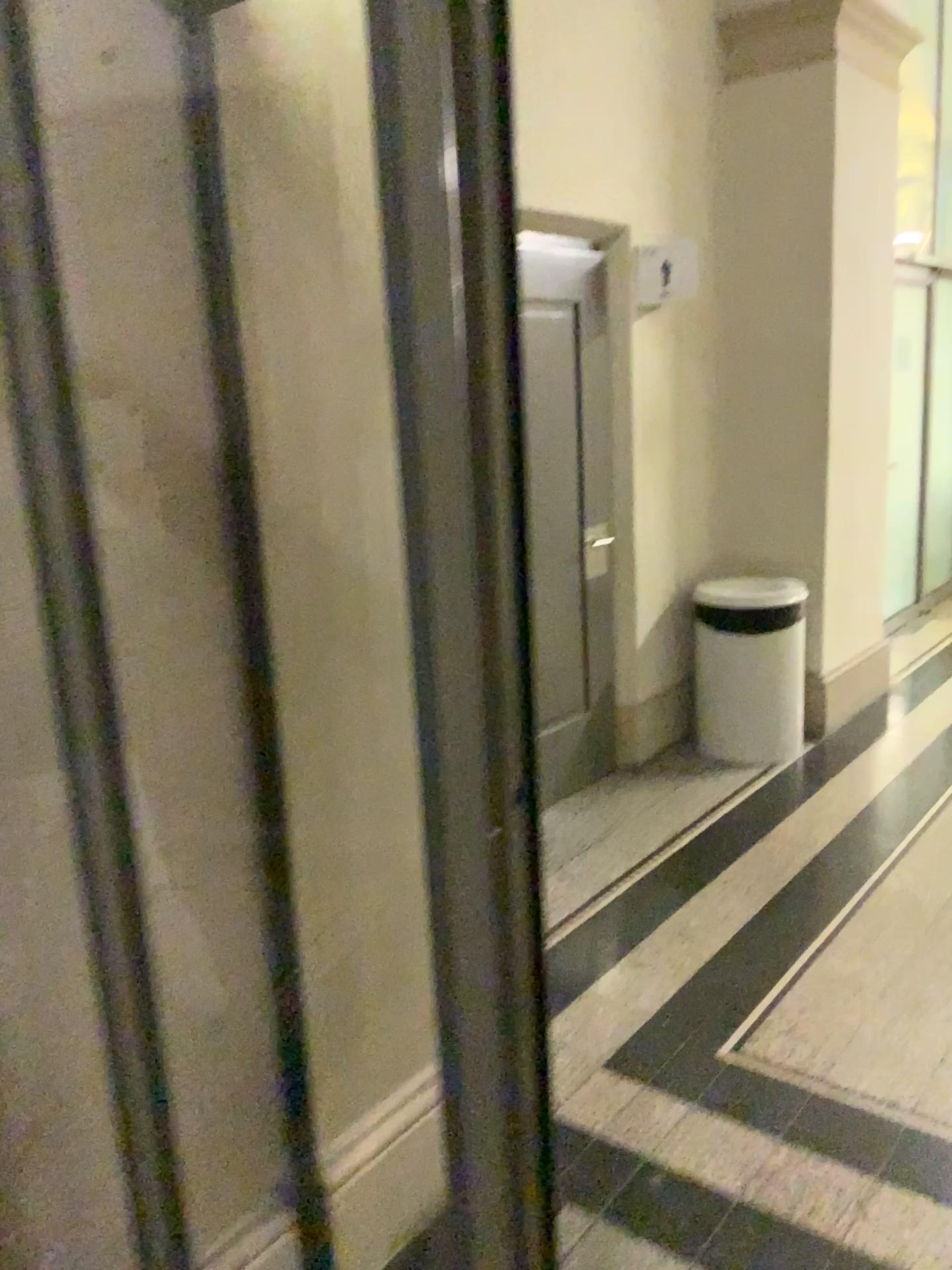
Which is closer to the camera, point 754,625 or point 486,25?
point 486,25

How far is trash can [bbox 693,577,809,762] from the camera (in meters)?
4.34

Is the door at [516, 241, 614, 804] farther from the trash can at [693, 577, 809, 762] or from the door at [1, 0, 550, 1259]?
the door at [1, 0, 550, 1259]

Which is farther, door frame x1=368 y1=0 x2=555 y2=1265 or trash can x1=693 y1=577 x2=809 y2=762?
trash can x1=693 y1=577 x2=809 y2=762

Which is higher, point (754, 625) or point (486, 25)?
point (486, 25)

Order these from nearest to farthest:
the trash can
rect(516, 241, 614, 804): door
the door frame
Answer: the door frame → rect(516, 241, 614, 804): door → the trash can

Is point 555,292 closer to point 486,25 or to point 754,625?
point 754,625

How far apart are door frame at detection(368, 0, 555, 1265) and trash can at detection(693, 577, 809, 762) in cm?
313

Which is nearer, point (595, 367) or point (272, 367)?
point (272, 367)

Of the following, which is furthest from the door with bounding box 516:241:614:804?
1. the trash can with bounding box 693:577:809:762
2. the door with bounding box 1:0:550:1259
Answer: the door with bounding box 1:0:550:1259
